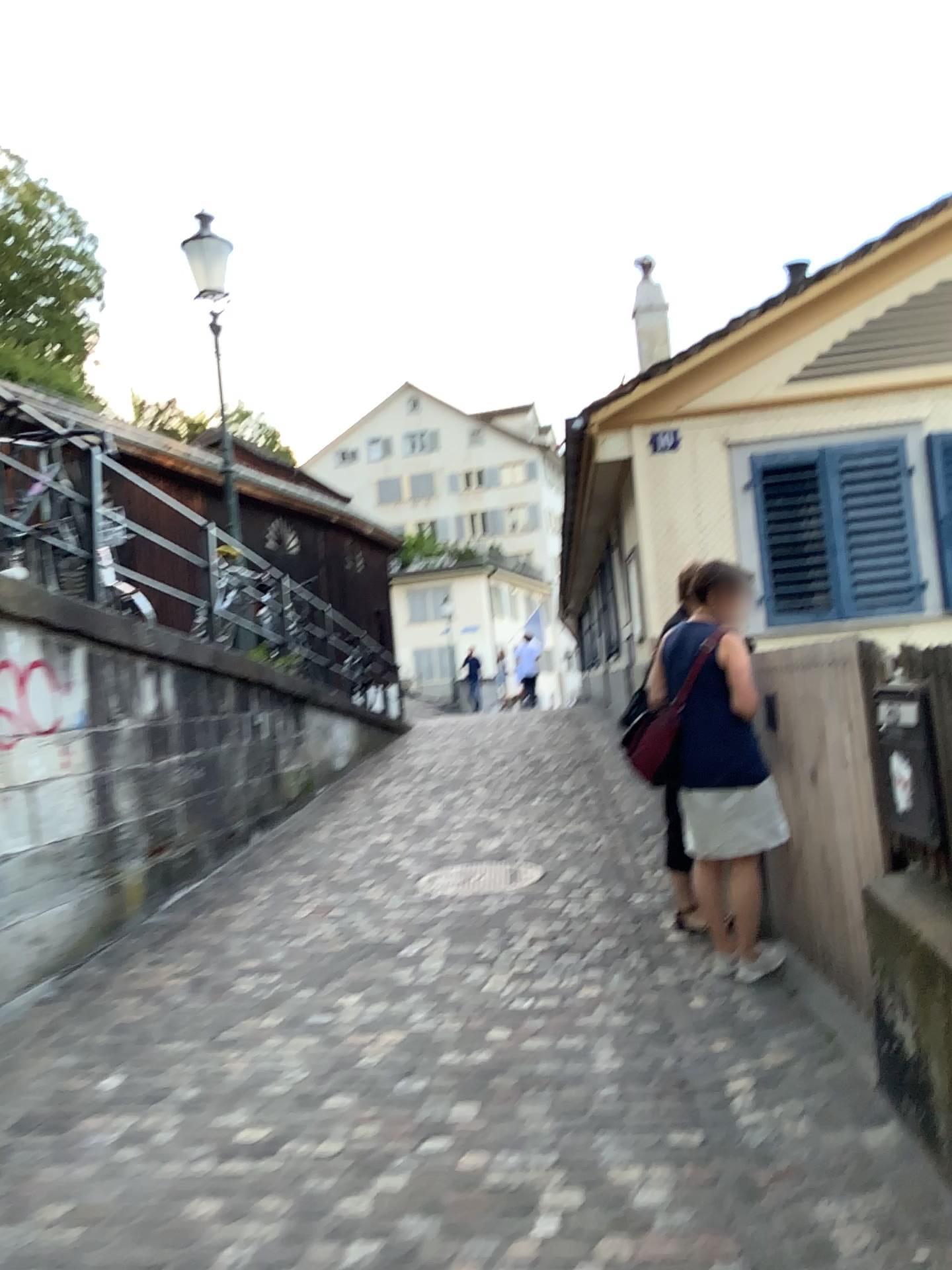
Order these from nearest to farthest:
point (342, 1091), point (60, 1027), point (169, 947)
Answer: point (342, 1091) → point (60, 1027) → point (169, 947)

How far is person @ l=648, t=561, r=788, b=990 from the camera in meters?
4.0 m

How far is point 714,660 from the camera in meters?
4.0 m
